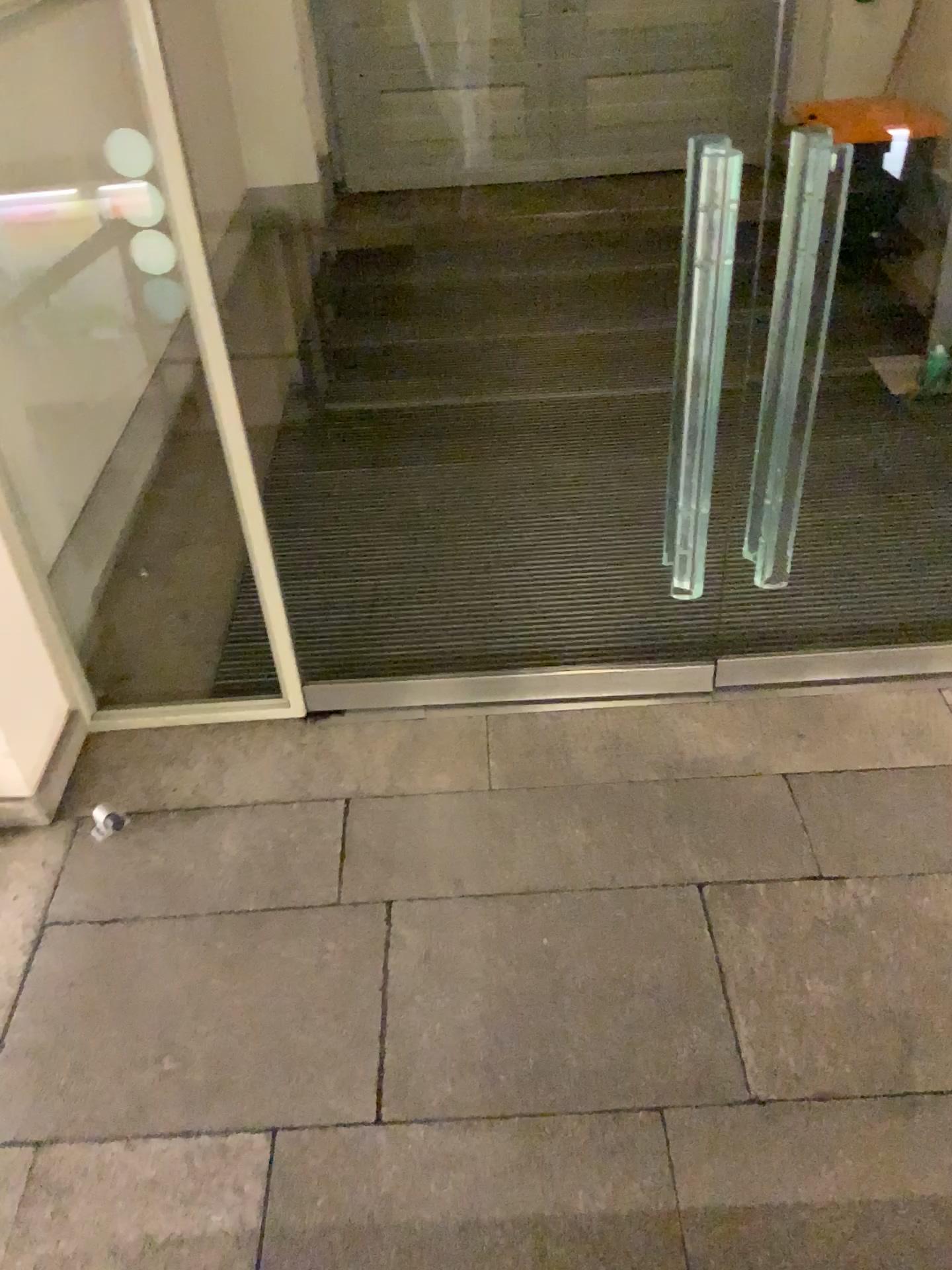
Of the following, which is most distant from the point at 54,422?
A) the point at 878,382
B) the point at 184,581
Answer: the point at 878,382
